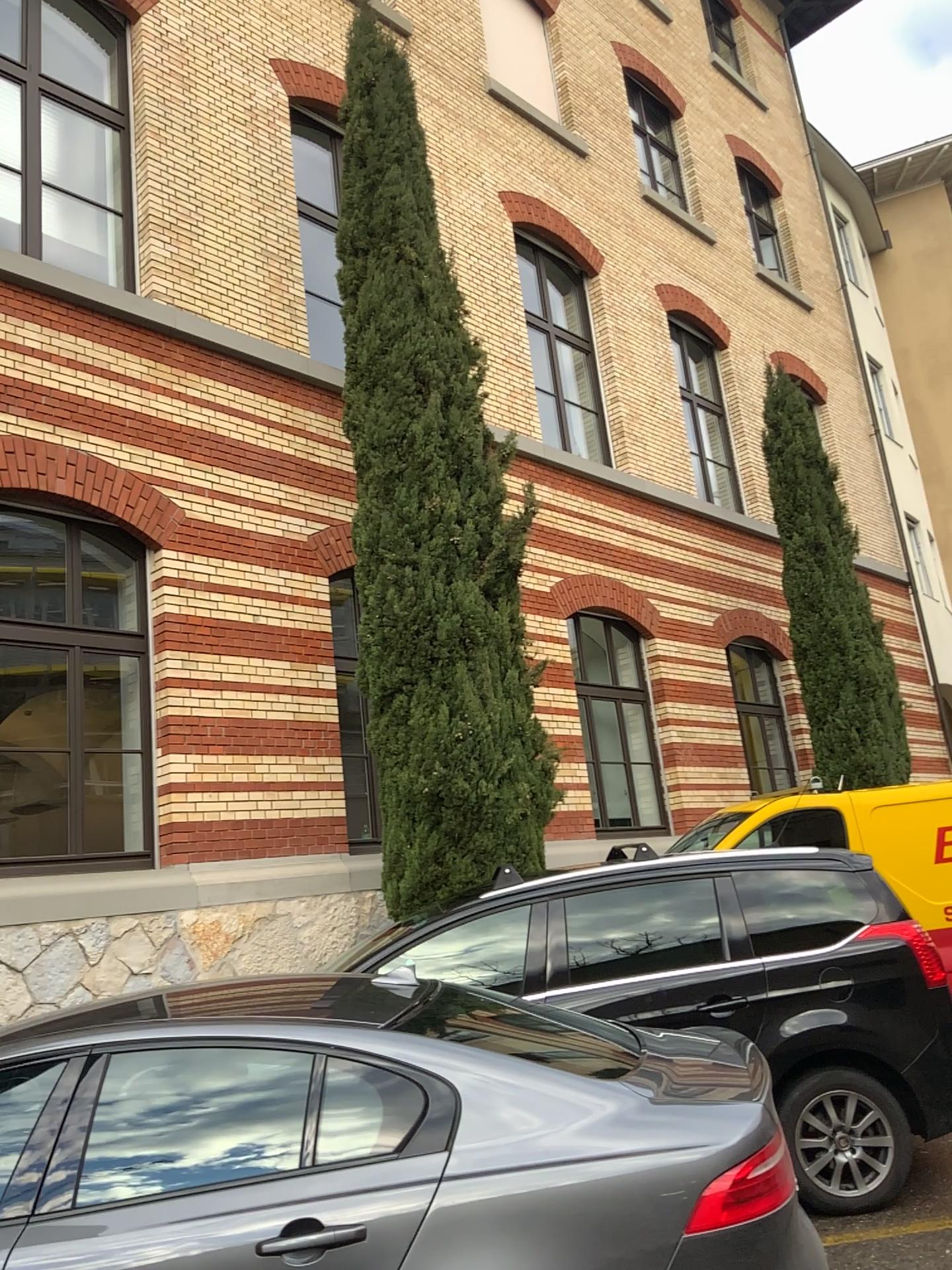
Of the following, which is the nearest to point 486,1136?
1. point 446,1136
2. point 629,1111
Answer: point 446,1136

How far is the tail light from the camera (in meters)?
2.52

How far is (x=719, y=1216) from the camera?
2.52m
